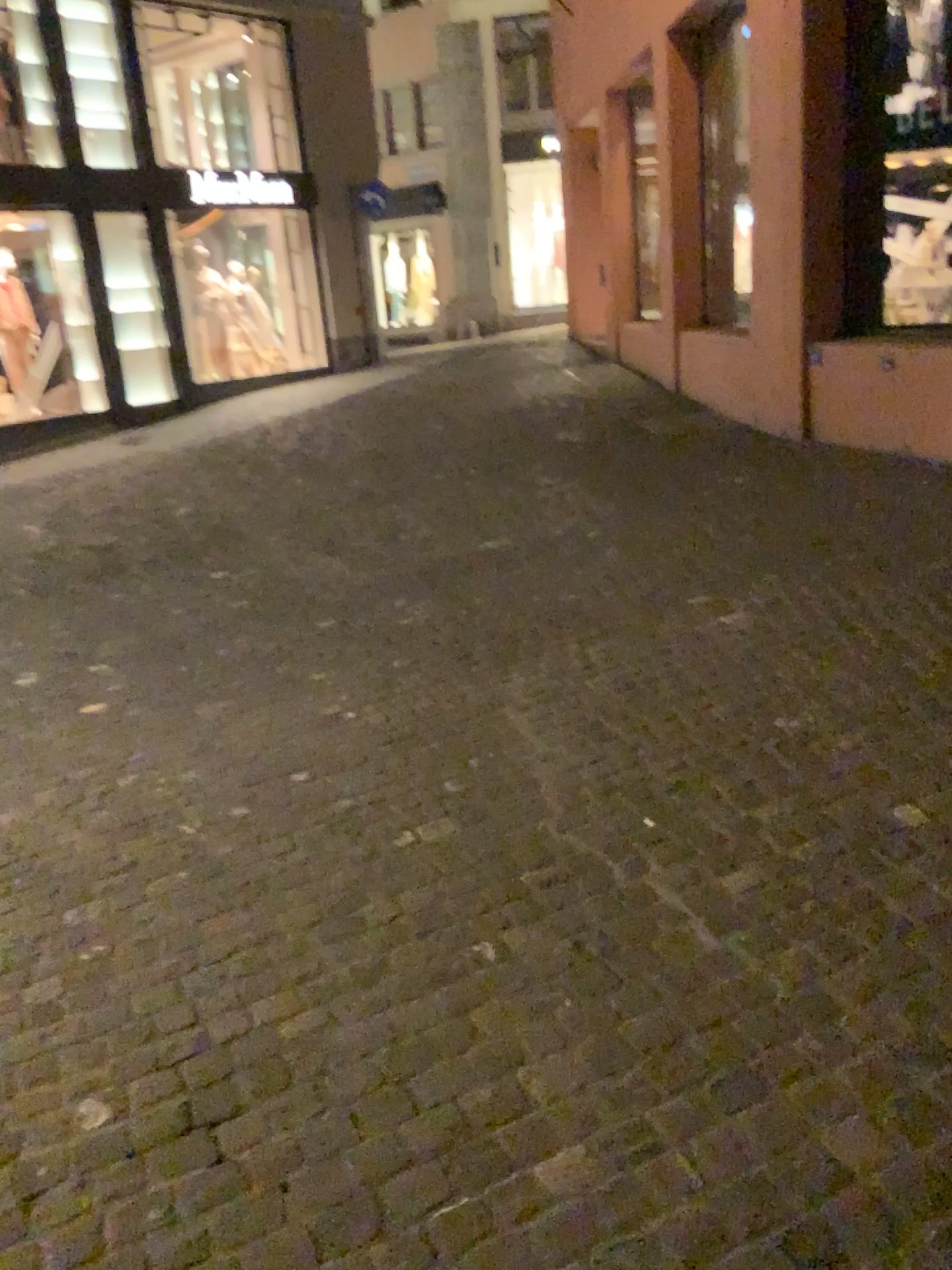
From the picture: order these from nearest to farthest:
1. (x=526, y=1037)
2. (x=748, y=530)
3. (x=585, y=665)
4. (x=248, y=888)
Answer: (x=526, y=1037) → (x=248, y=888) → (x=585, y=665) → (x=748, y=530)
